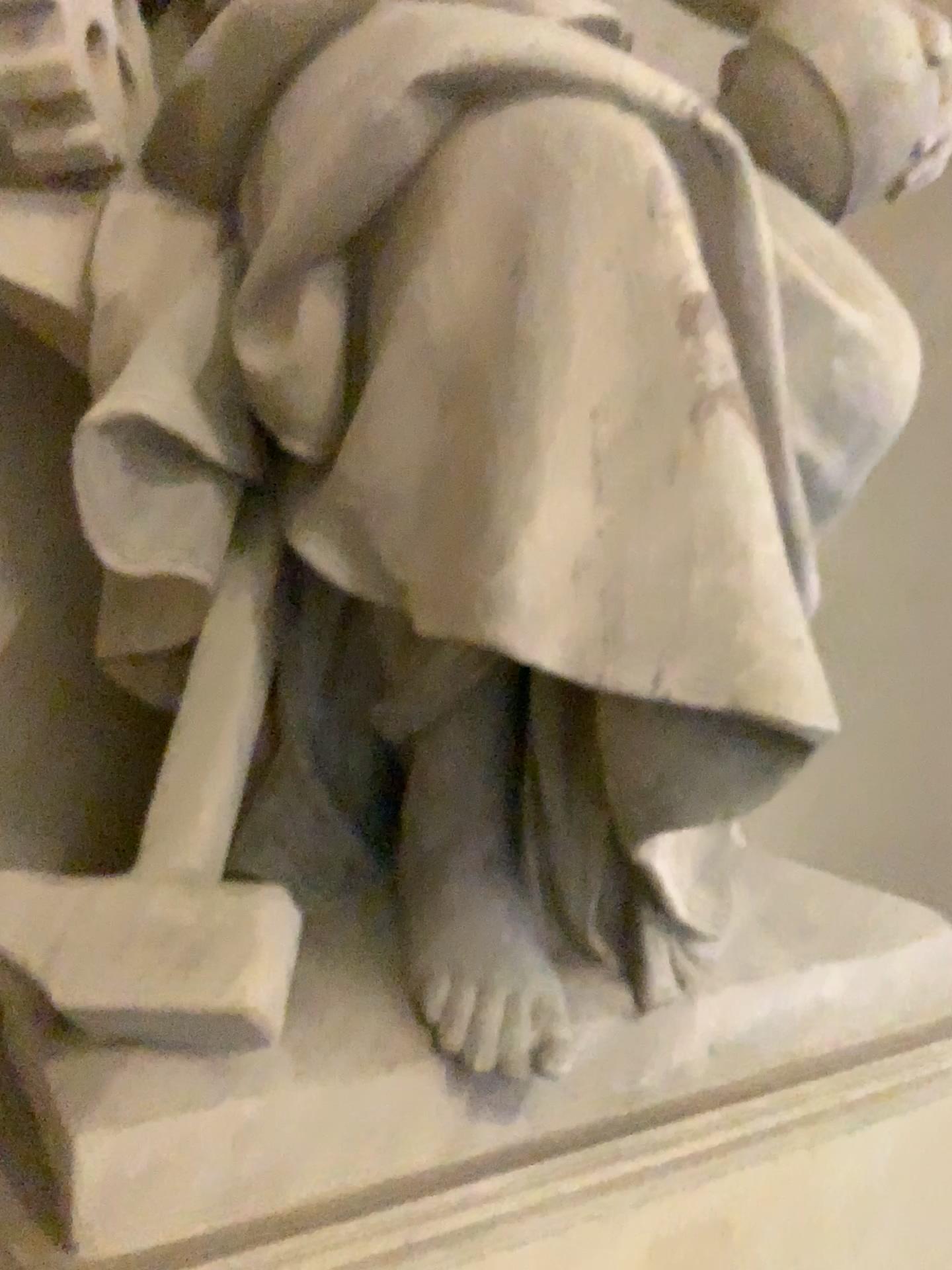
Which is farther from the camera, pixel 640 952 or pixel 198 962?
pixel 640 952

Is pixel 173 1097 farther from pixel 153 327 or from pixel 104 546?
pixel 153 327

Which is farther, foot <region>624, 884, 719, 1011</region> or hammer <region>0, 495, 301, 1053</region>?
foot <region>624, 884, 719, 1011</region>

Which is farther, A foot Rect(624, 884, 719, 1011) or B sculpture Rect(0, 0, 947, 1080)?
A foot Rect(624, 884, 719, 1011)

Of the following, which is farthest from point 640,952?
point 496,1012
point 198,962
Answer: point 198,962

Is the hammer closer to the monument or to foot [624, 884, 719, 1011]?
the monument

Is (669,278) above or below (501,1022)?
above

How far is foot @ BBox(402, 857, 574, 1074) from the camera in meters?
1.2

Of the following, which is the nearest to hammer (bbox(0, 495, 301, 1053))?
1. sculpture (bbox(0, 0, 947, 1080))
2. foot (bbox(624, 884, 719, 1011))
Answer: sculpture (bbox(0, 0, 947, 1080))

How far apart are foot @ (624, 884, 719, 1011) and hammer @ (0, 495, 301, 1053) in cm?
46
